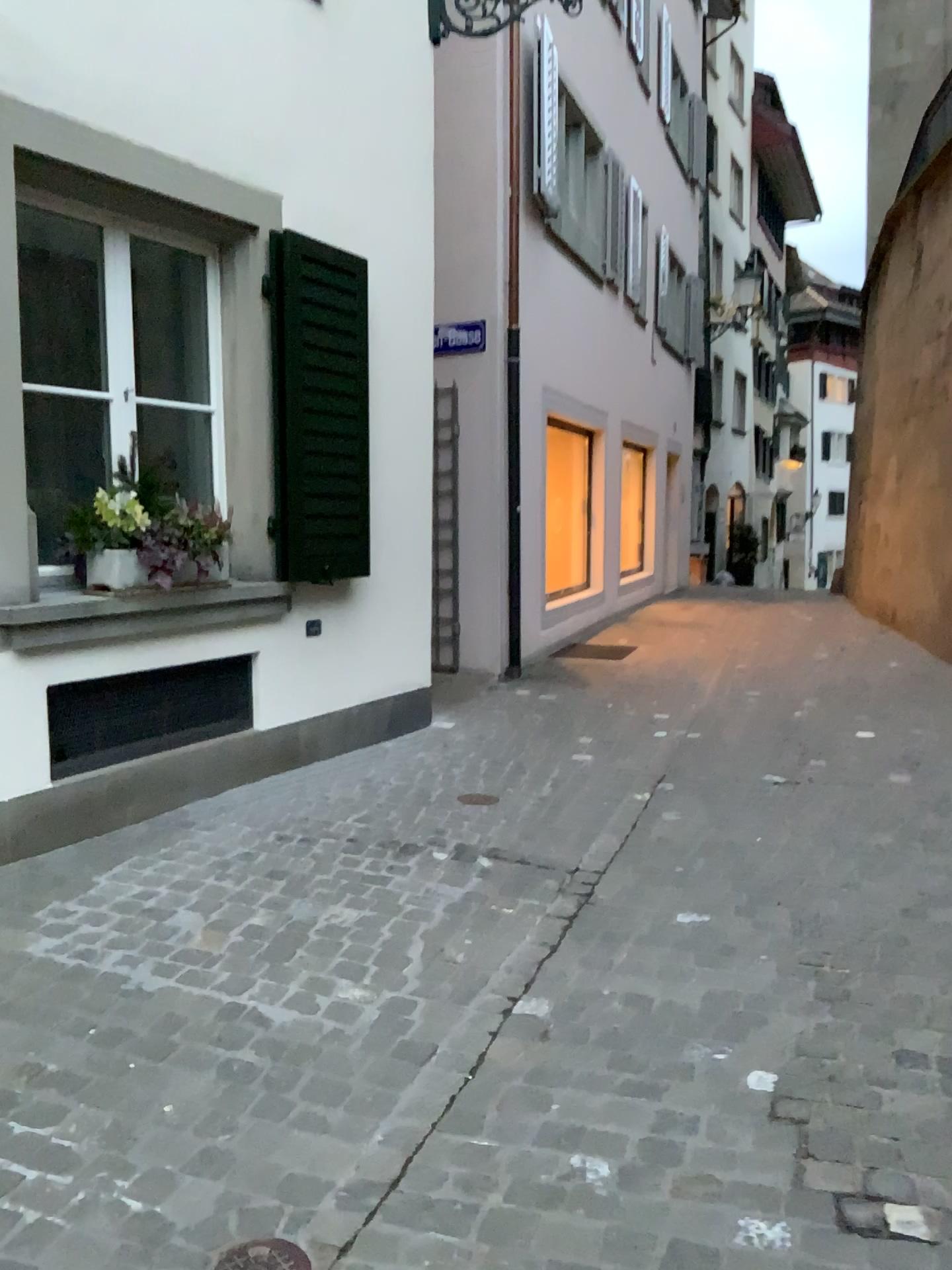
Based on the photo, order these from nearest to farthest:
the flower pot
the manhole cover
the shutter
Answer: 1. the manhole cover
2. the flower pot
3. the shutter

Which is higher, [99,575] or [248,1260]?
[99,575]

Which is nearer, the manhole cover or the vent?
the manhole cover

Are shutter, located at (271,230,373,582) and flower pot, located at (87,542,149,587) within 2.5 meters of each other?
yes

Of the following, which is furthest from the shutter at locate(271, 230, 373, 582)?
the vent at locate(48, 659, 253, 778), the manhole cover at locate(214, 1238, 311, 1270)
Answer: the manhole cover at locate(214, 1238, 311, 1270)

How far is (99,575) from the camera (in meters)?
3.84

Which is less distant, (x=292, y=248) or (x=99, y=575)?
(x=99, y=575)

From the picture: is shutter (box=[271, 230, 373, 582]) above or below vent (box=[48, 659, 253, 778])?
above

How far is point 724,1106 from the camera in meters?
2.2 m

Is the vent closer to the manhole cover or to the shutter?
the shutter
